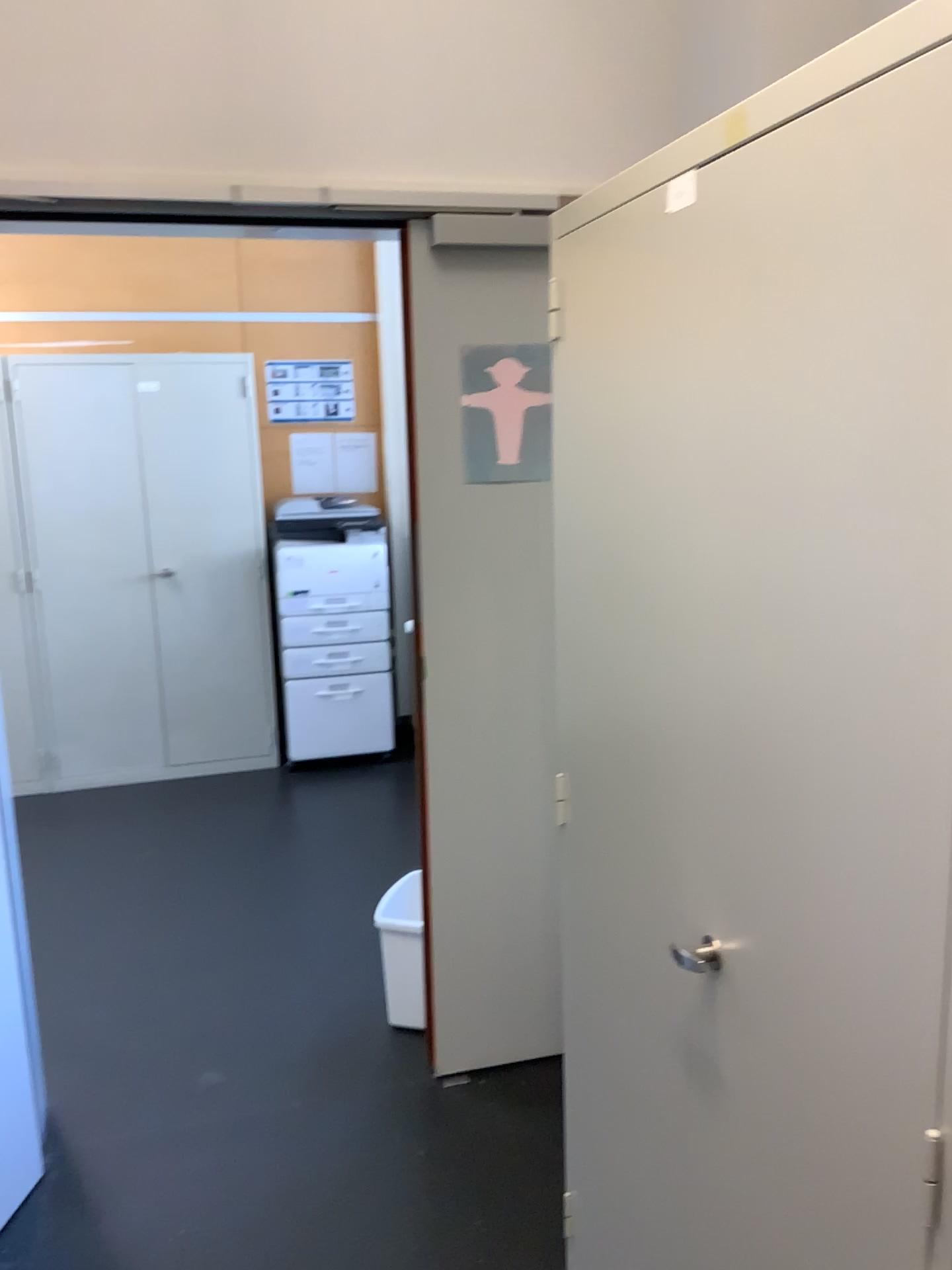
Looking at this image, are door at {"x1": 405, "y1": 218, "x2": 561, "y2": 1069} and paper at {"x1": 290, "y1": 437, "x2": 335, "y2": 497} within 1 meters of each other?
no

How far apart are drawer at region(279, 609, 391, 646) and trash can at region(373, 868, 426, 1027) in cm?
222

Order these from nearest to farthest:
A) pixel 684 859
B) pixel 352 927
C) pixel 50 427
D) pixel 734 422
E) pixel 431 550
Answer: pixel 734 422 → pixel 684 859 → pixel 431 550 → pixel 352 927 → pixel 50 427

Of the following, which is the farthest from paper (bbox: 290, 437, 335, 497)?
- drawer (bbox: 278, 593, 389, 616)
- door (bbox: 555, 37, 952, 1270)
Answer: door (bbox: 555, 37, 952, 1270)

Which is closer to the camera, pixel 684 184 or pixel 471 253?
pixel 684 184

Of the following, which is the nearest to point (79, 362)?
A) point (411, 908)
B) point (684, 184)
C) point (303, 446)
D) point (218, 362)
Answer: point (218, 362)

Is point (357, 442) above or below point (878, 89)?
below

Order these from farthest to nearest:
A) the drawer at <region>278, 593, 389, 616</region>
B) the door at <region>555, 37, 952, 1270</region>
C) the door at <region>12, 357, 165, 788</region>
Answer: the drawer at <region>278, 593, 389, 616</region>, the door at <region>12, 357, 165, 788</region>, the door at <region>555, 37, 952, 1270</region>

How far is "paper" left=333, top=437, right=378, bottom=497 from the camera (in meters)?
4.93

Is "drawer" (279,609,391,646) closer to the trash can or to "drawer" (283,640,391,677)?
"drawer" (283,640,391,677)
